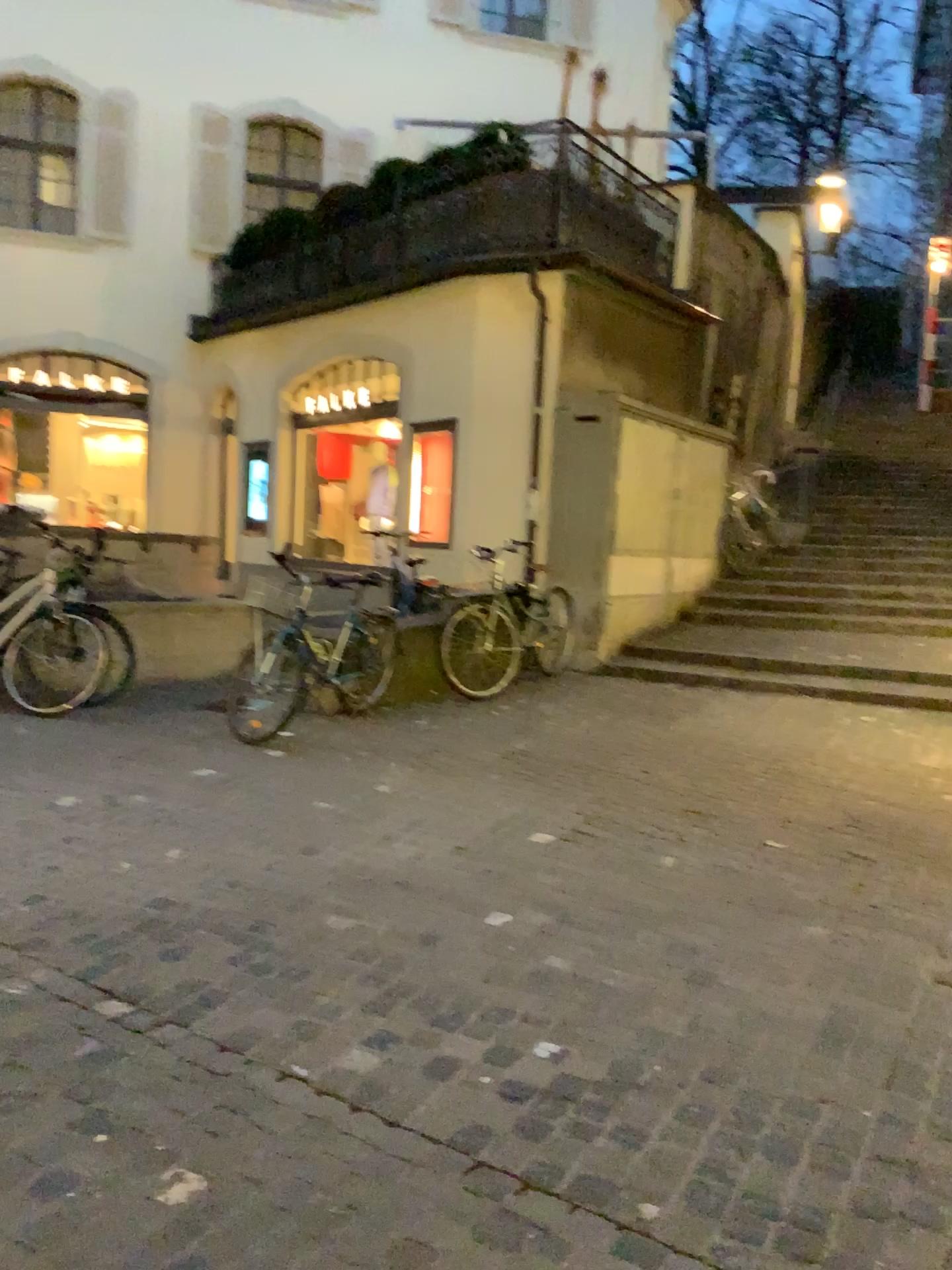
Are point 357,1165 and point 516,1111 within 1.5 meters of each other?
yes
